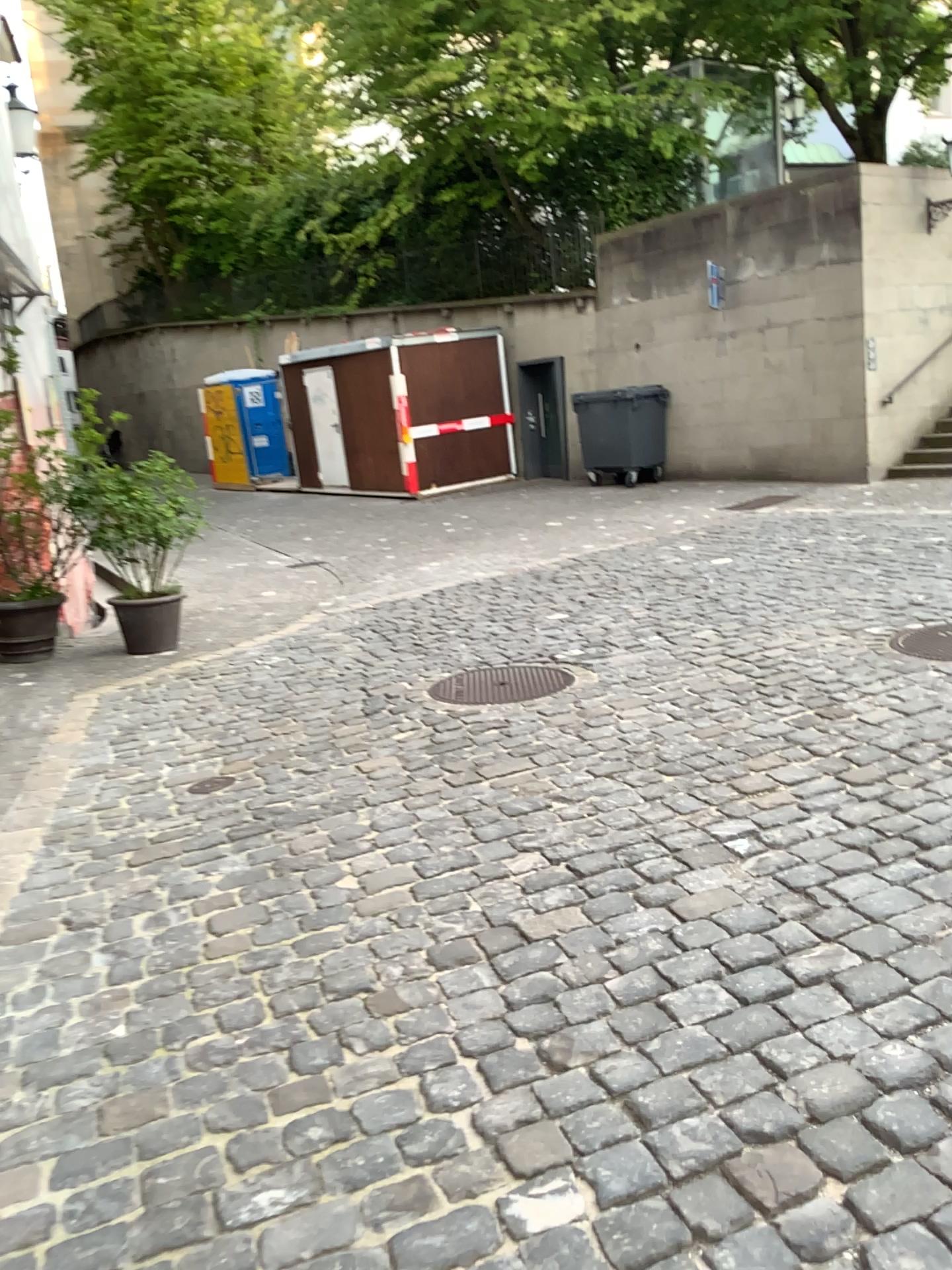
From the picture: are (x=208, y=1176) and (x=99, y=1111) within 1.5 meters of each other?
yes

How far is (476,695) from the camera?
5.0 meters

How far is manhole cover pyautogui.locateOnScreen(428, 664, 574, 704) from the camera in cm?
495
